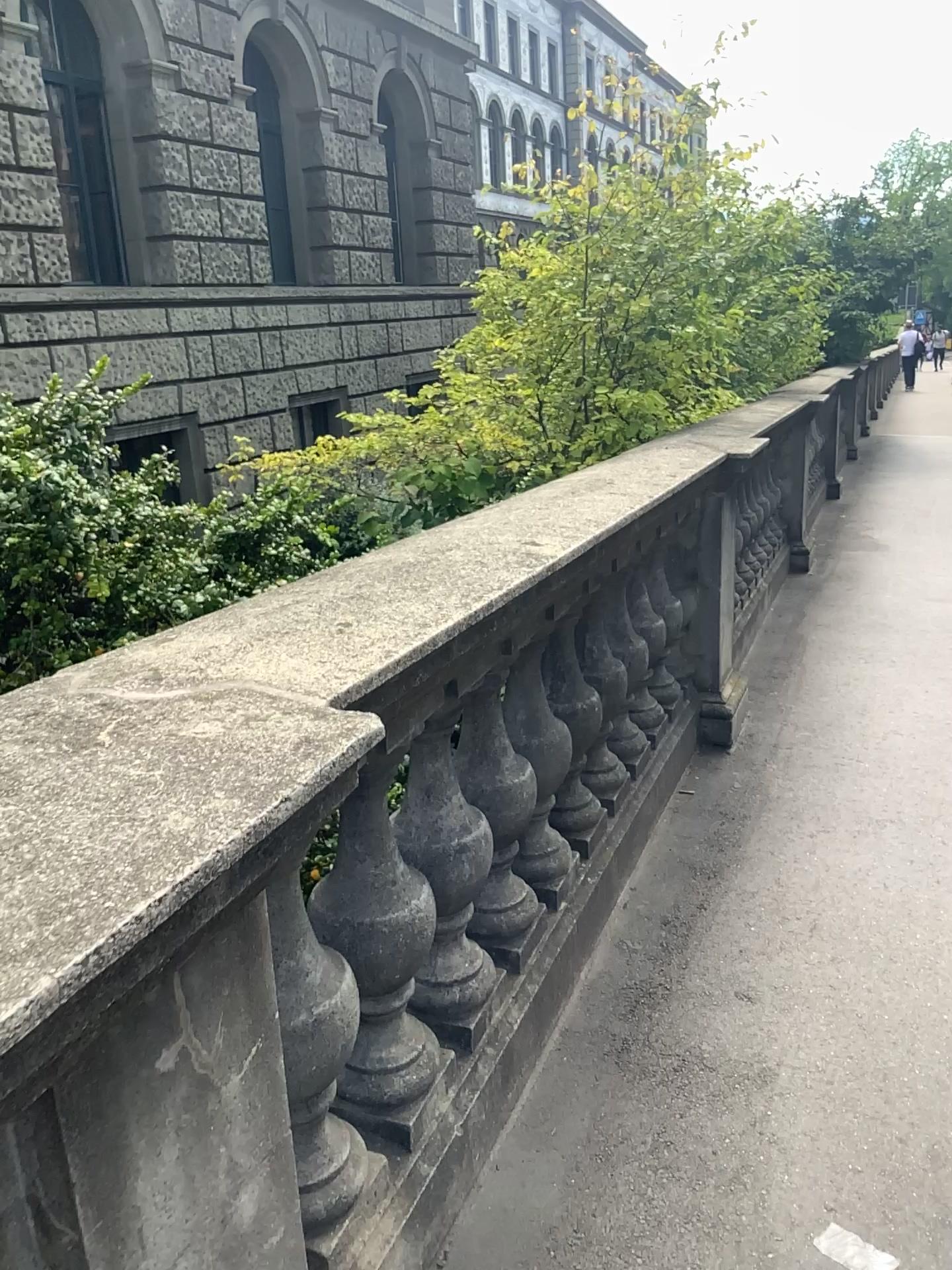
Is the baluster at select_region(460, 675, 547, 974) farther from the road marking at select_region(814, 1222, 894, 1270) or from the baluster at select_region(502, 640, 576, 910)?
the road marking at select_region(814, 1222, 894, 1270)

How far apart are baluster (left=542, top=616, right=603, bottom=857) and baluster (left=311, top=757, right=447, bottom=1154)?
0.81m

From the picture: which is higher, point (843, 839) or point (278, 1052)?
point (278, 1052)

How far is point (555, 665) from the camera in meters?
2.4 m

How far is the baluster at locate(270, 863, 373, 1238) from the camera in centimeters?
131cm

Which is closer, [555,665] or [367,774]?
[367,774]

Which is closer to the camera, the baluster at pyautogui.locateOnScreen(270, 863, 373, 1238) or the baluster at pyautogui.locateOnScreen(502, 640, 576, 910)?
the baluster at pyautogui.locateOnScreen(270, 863, 373, 1238)

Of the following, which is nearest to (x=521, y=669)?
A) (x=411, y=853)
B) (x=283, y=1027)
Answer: (x=411, y=853)

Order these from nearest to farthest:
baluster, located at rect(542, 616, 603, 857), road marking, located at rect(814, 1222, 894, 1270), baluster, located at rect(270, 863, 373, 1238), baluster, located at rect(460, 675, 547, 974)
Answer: baluster, located at rect(270, 863, 373, 1238) → road marking, located at rect(814, 1222, 894, 1270) → baluster, located at rect(460, 675, 547, 974) → baluster, located at rect(542, 616, 603, 857)

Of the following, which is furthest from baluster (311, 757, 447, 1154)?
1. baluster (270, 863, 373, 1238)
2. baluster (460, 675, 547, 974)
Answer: baluster (460, 675, 547, 974)
